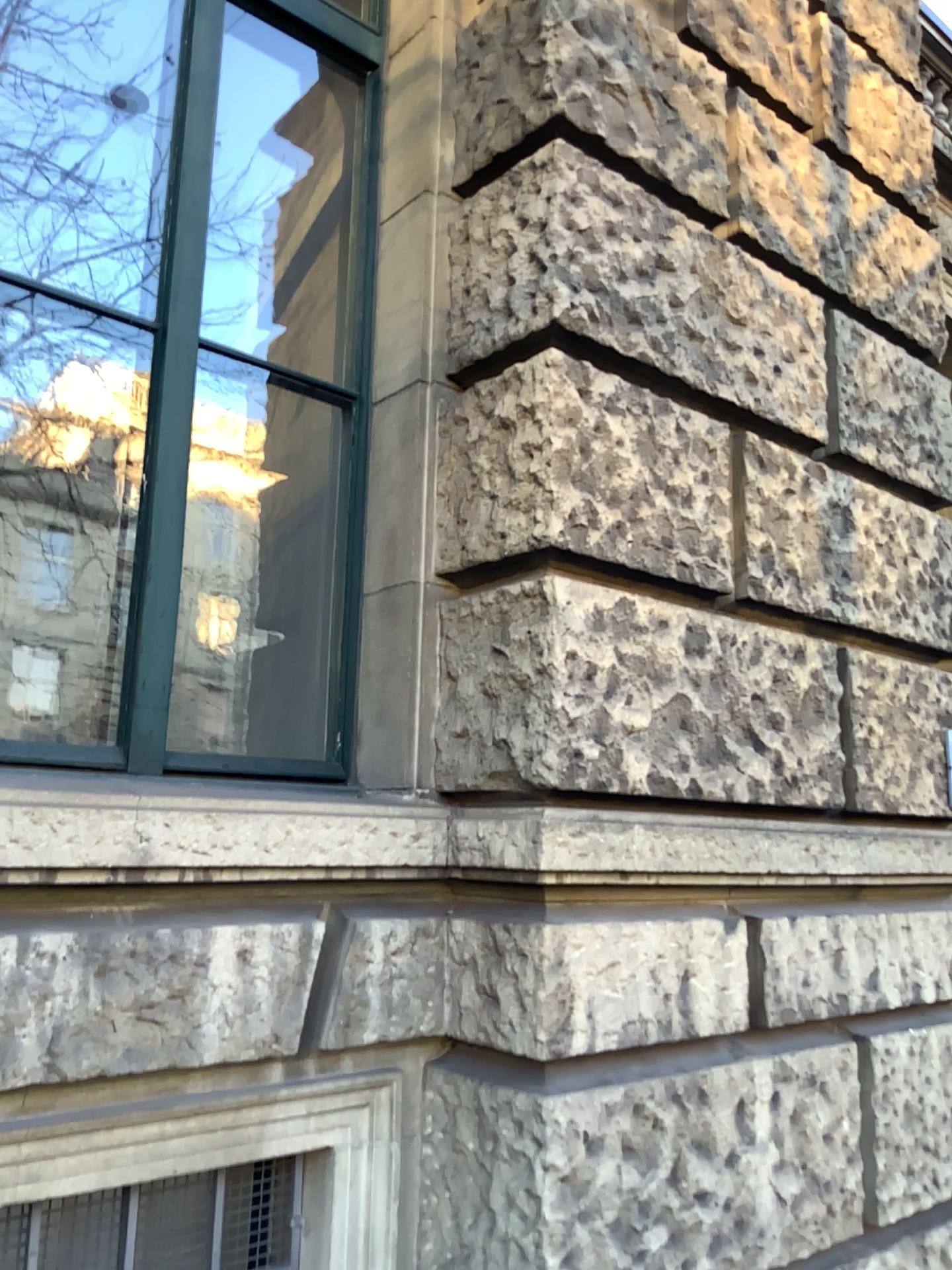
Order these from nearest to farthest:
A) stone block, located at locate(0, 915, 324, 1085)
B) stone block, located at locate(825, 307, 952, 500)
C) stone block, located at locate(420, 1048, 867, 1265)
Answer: stone block, located at locate(0, 915, 324, 1085) < stone block, located at locate(420, 1048, 867, 1265) < stone block, located at locate(825, 307, 952, 500)

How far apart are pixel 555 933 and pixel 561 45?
2.02m

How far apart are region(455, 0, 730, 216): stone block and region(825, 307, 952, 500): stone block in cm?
58

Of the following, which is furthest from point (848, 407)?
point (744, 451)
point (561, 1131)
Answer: point (561, 1131)

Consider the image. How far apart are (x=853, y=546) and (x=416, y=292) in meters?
1.4

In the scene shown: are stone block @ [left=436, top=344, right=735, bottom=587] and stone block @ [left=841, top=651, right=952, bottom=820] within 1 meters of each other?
yes

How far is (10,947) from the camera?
1.7 meters

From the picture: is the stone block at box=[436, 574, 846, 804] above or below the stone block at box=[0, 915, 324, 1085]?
above

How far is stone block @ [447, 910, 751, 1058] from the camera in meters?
2.0 m

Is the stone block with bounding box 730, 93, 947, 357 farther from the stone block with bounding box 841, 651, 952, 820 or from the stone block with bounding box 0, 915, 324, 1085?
the stone block with bounding box 0, 915, 324, 1085
